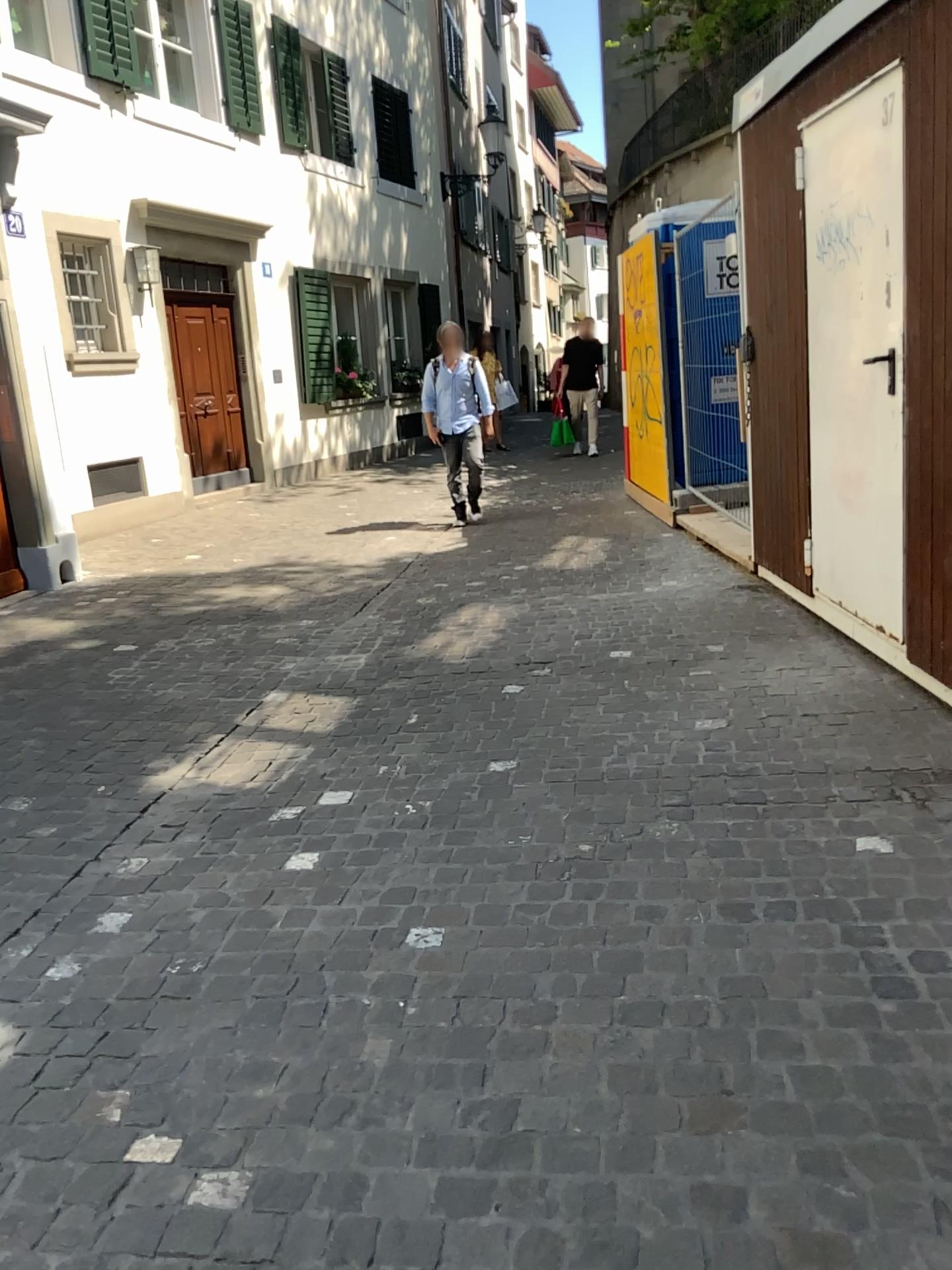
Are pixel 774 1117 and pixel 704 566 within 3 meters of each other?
no
